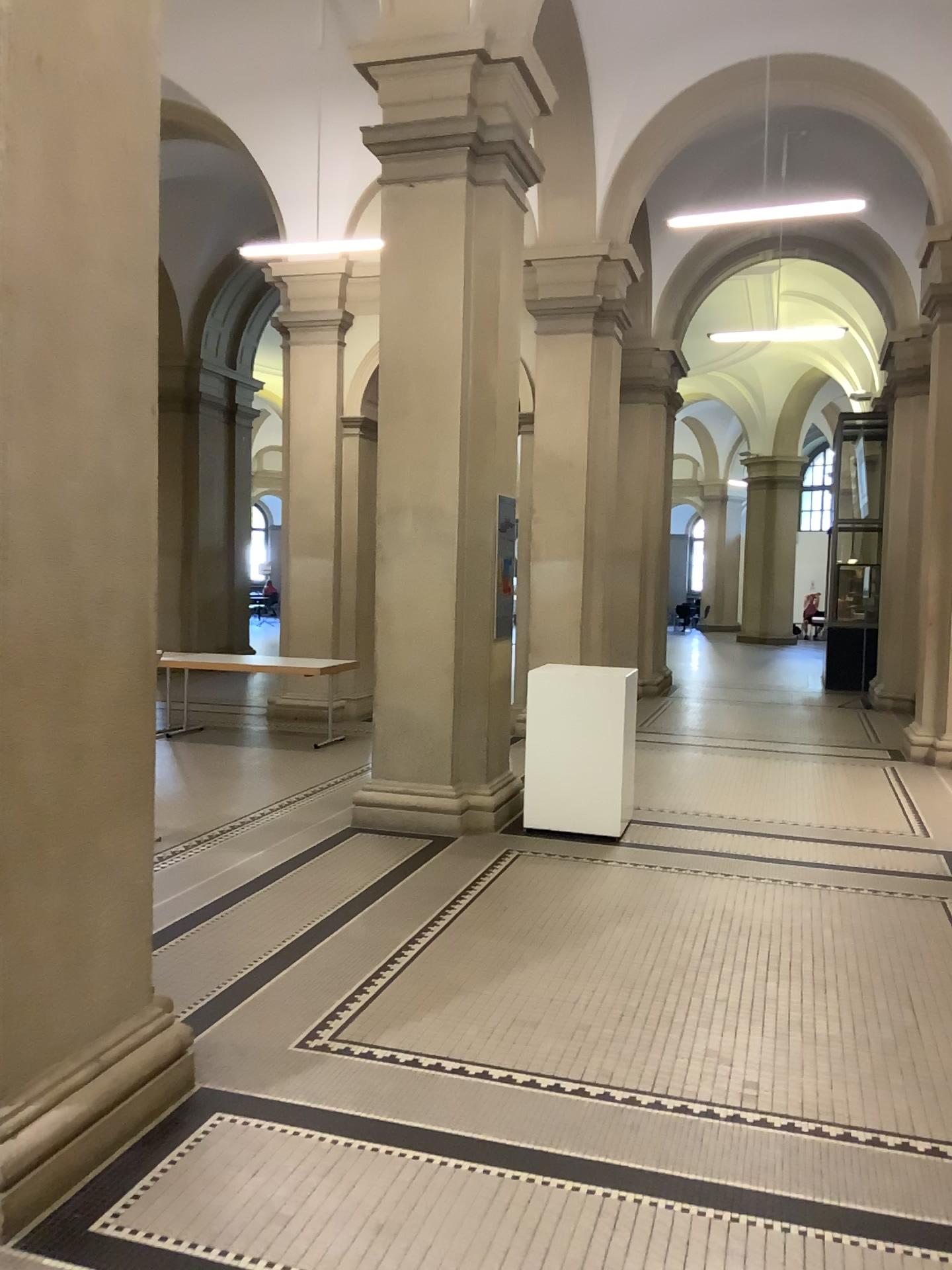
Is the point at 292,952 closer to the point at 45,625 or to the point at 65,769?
the point at 65,769
